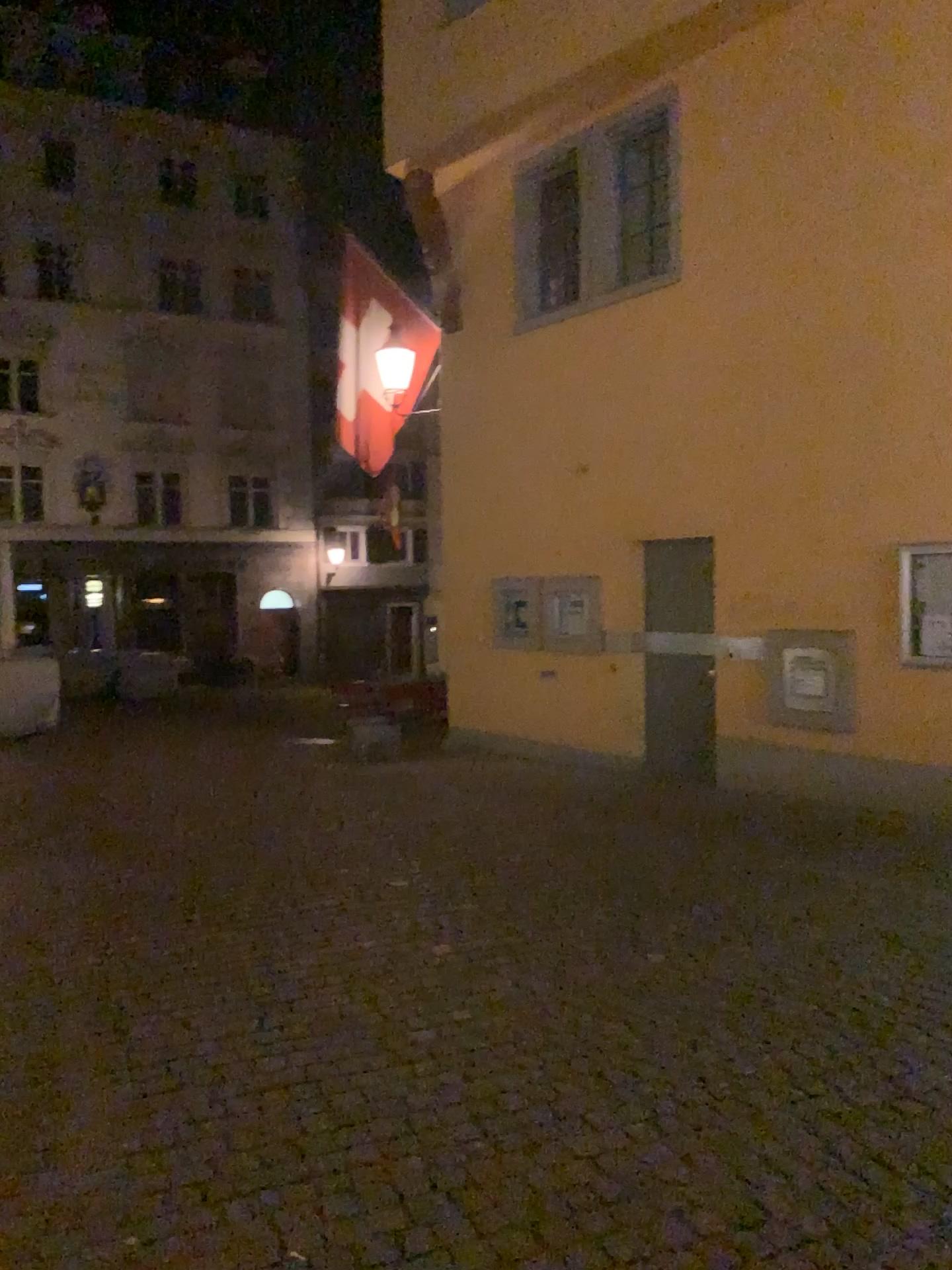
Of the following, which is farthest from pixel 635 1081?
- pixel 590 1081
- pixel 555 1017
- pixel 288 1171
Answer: pixel 288 1171
